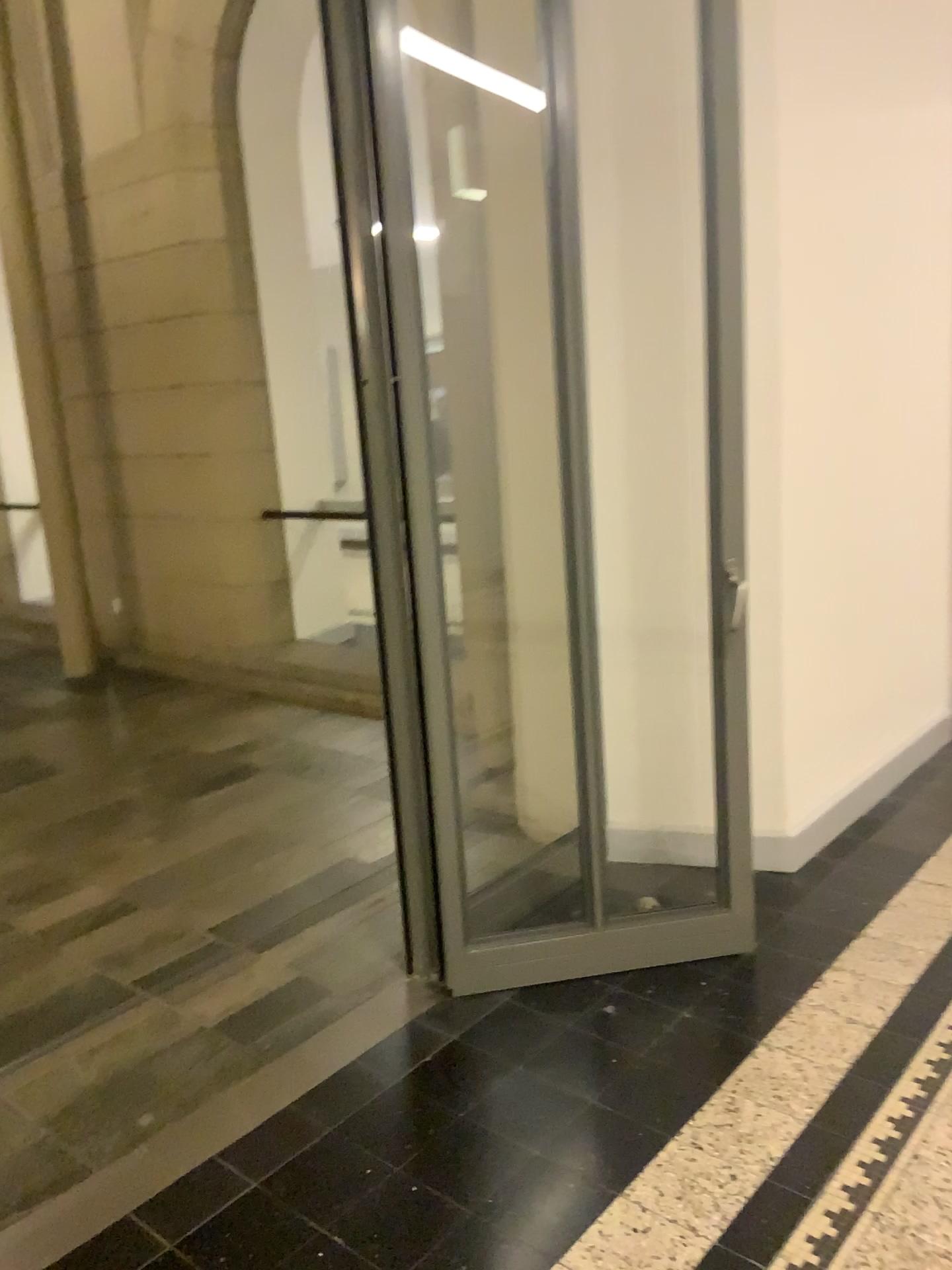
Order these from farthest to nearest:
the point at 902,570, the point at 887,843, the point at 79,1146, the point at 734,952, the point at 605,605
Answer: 1. the point at 902,570
2. the point at 887,843
3. the point at 605,605
4. the point at 734,952
5. the point at 79,1146
